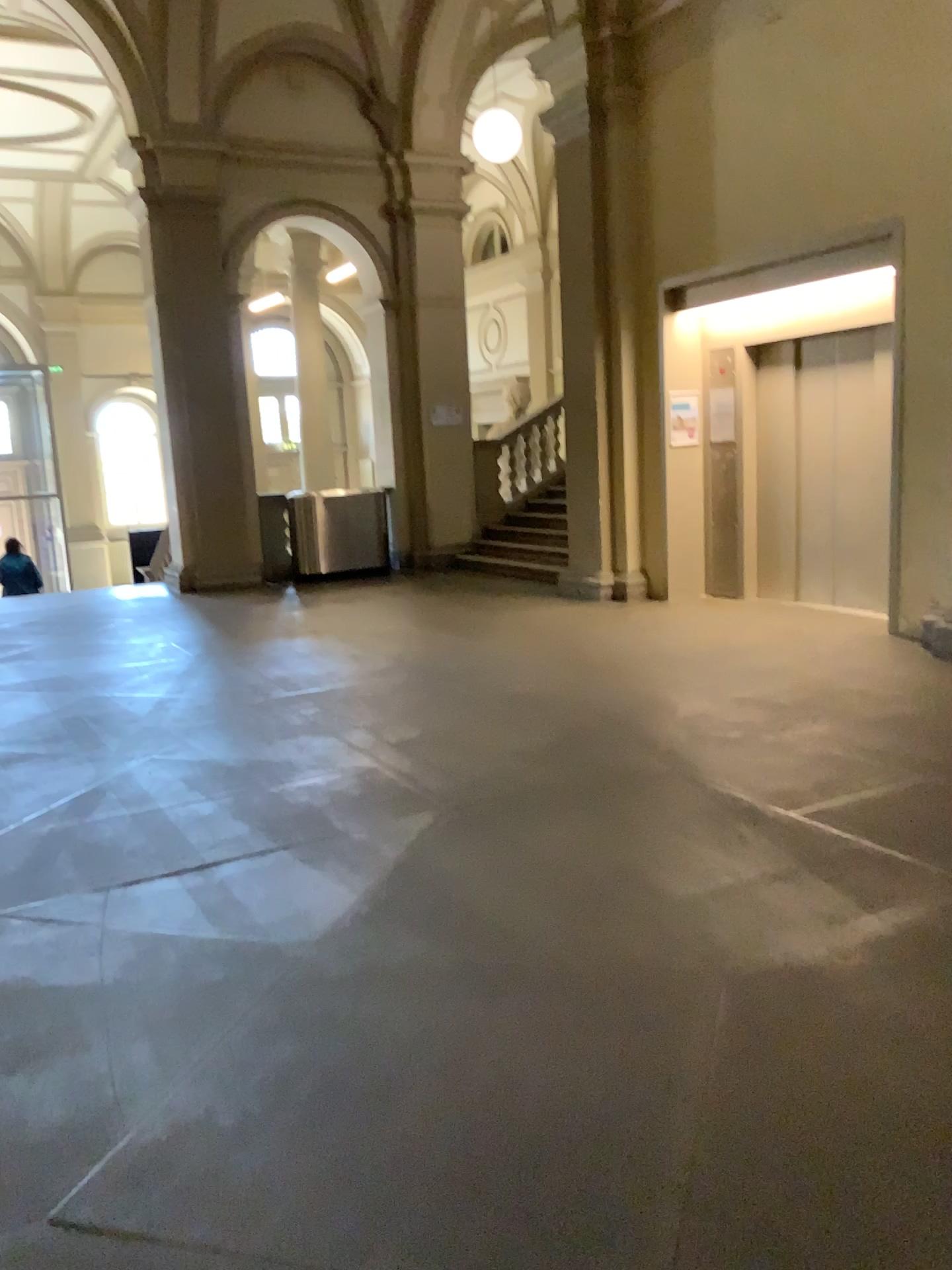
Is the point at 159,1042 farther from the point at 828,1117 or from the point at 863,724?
the point at 863,724
